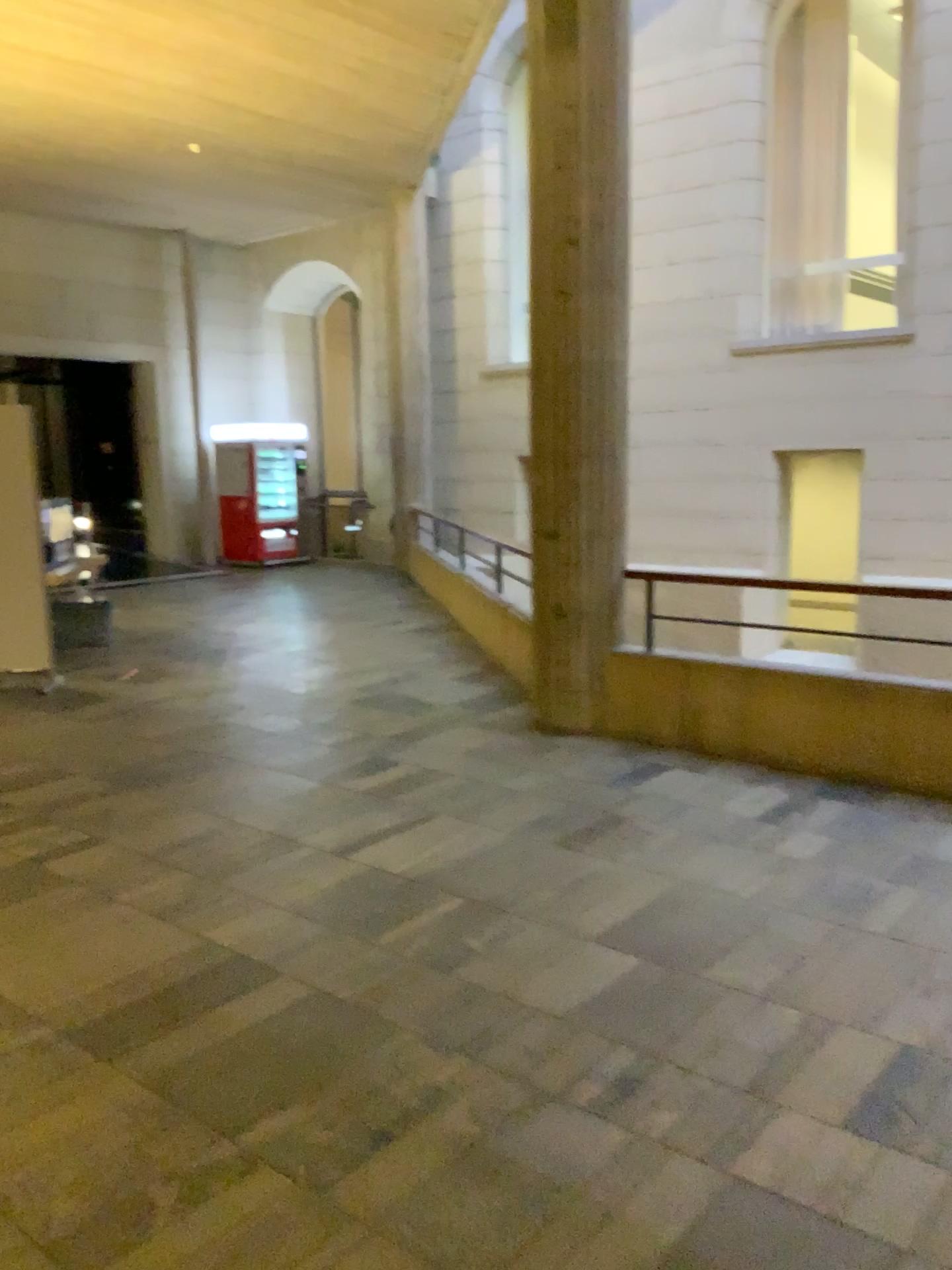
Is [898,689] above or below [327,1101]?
above
